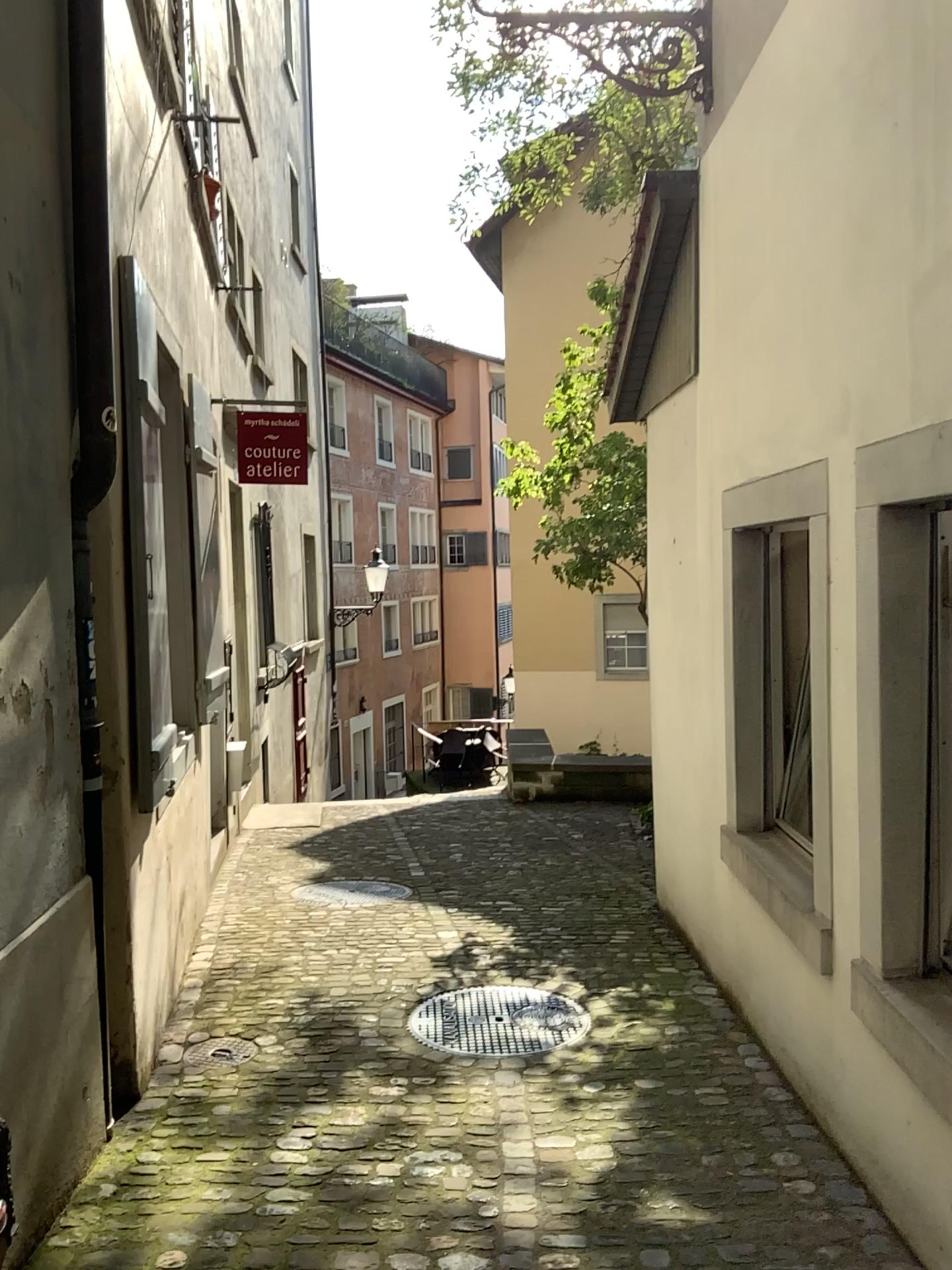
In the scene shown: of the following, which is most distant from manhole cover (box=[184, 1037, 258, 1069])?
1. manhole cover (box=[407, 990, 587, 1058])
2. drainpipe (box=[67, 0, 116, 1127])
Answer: drainpipe (box=[67, 0, 116, 1127])

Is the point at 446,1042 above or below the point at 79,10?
below

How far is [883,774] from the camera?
2.6 meters

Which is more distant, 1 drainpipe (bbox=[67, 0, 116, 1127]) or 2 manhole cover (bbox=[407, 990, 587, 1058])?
2 manhole cover (bbox=[407, 990, 587, 1058])

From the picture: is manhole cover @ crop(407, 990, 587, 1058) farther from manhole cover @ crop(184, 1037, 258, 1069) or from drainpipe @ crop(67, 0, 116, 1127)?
drainpipe @ crop(67, 0, 116, 1127)

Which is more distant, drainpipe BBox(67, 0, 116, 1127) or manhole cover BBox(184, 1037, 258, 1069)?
manhole cover BBox(184, 1037, 258, 1069)

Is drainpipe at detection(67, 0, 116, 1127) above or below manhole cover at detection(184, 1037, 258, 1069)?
above

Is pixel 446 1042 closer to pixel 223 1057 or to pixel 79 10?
pixel 223 1057

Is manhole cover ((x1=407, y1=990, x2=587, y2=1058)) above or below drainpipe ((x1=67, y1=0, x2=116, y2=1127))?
below

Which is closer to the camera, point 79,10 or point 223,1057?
point 79,10
